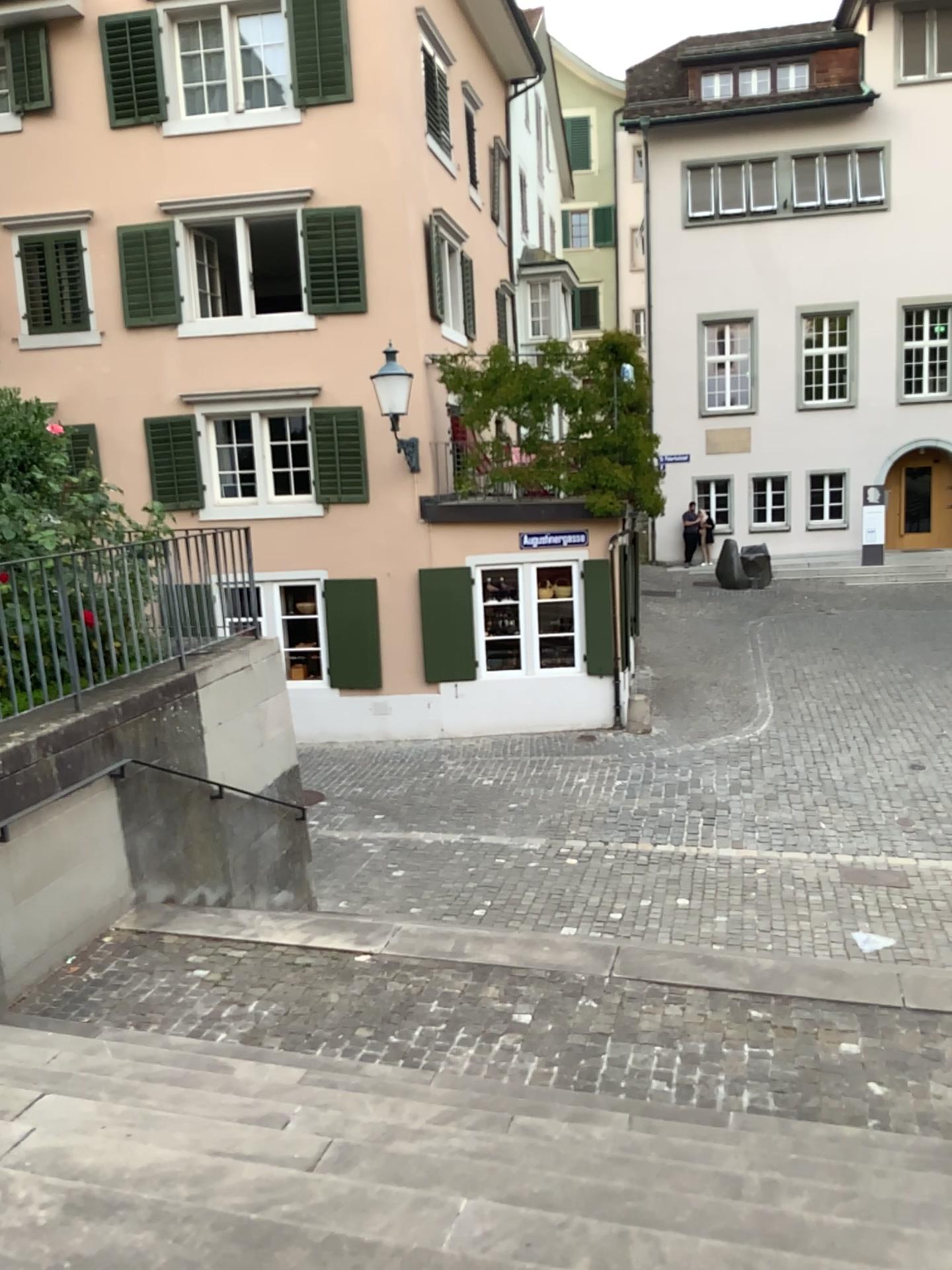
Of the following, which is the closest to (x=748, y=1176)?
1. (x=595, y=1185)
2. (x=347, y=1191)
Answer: (x=595, y=1185)
